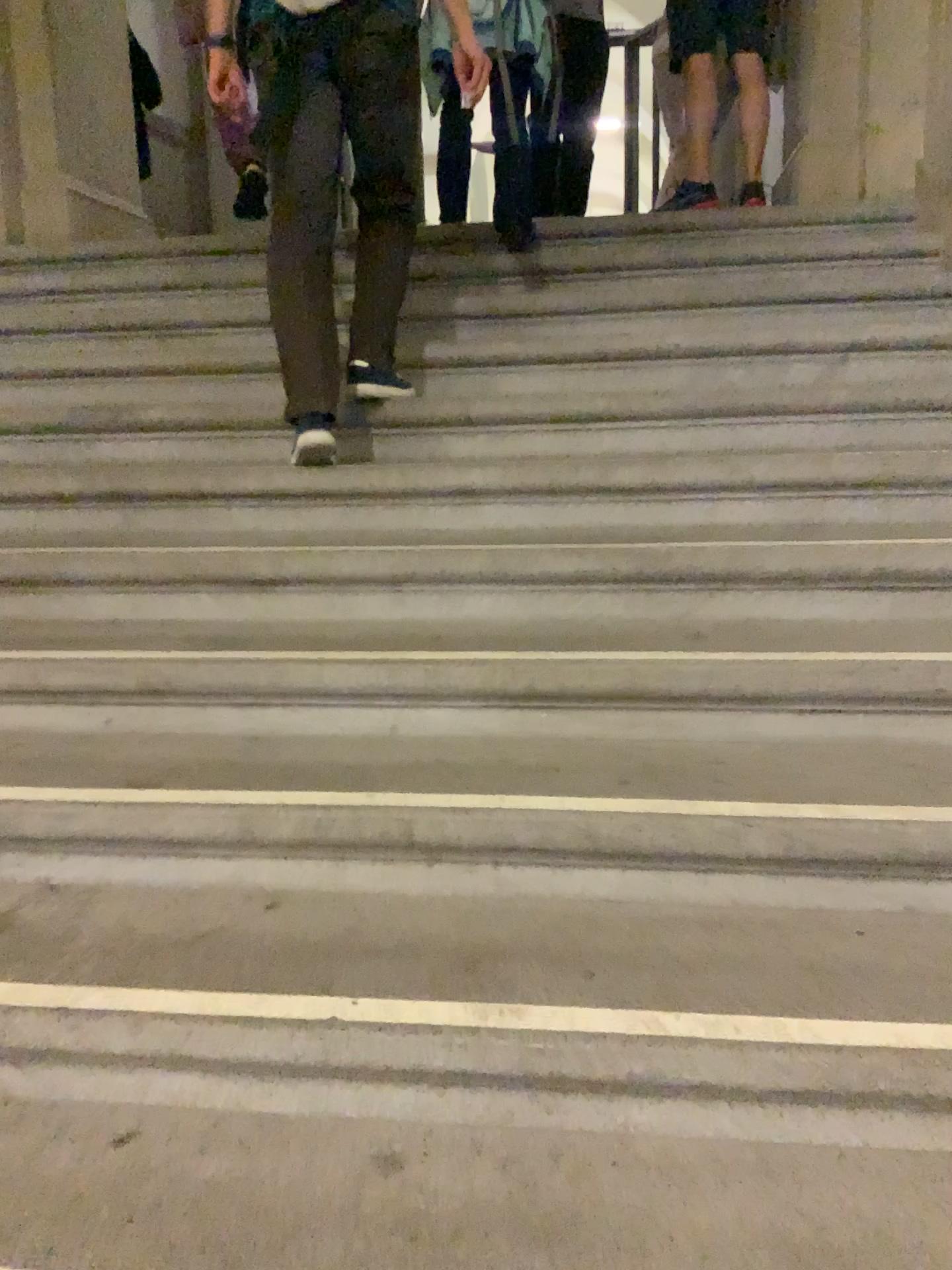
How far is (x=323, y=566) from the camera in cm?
225
